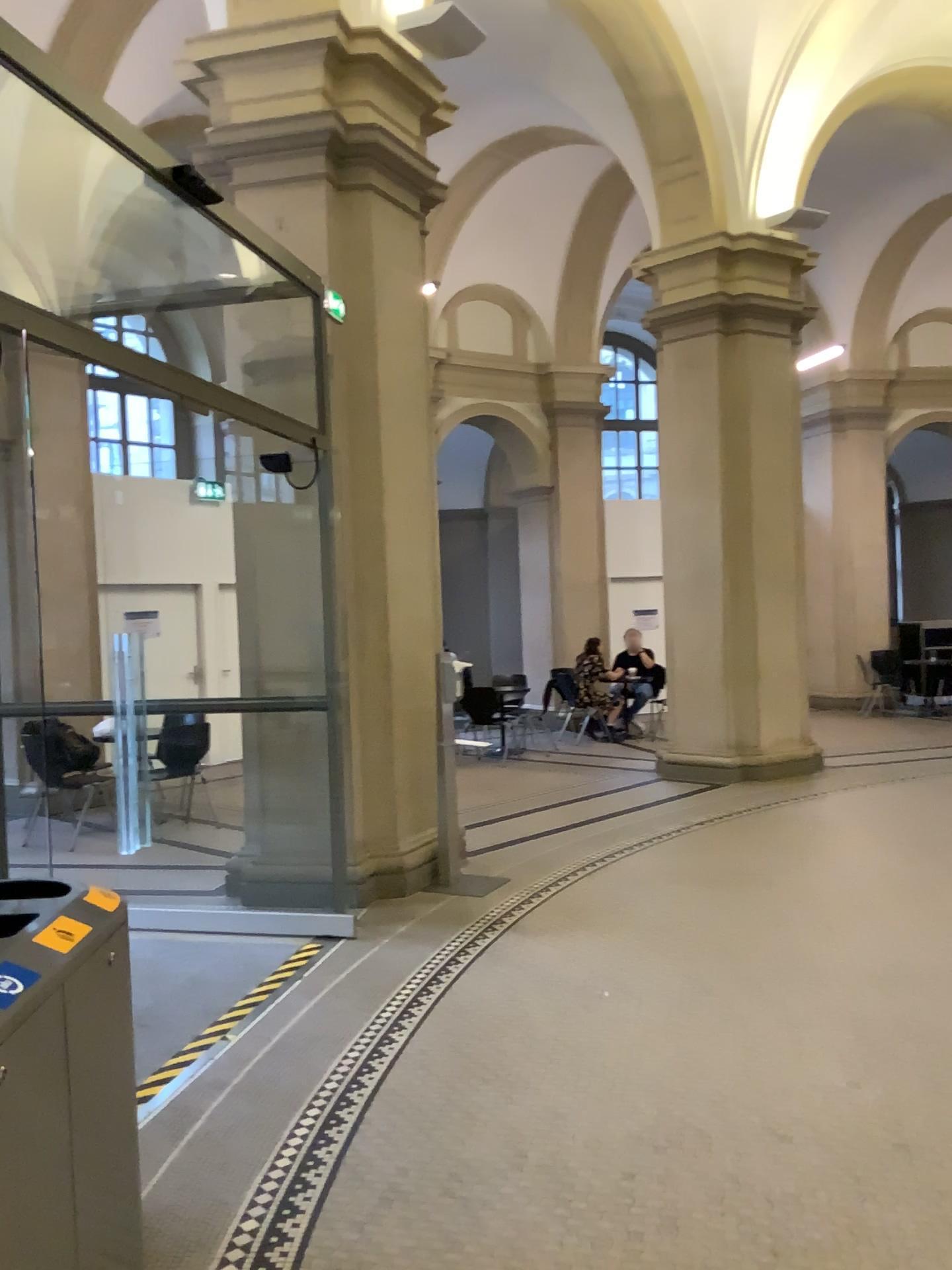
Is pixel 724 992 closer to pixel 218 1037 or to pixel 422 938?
pixel 422 938

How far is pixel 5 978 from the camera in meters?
1.7

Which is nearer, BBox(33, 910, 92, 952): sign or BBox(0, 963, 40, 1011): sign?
BBox(0, 963, 40, 1011): sign

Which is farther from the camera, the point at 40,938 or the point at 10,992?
the point at 40,938

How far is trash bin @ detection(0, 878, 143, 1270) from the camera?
1.68m
